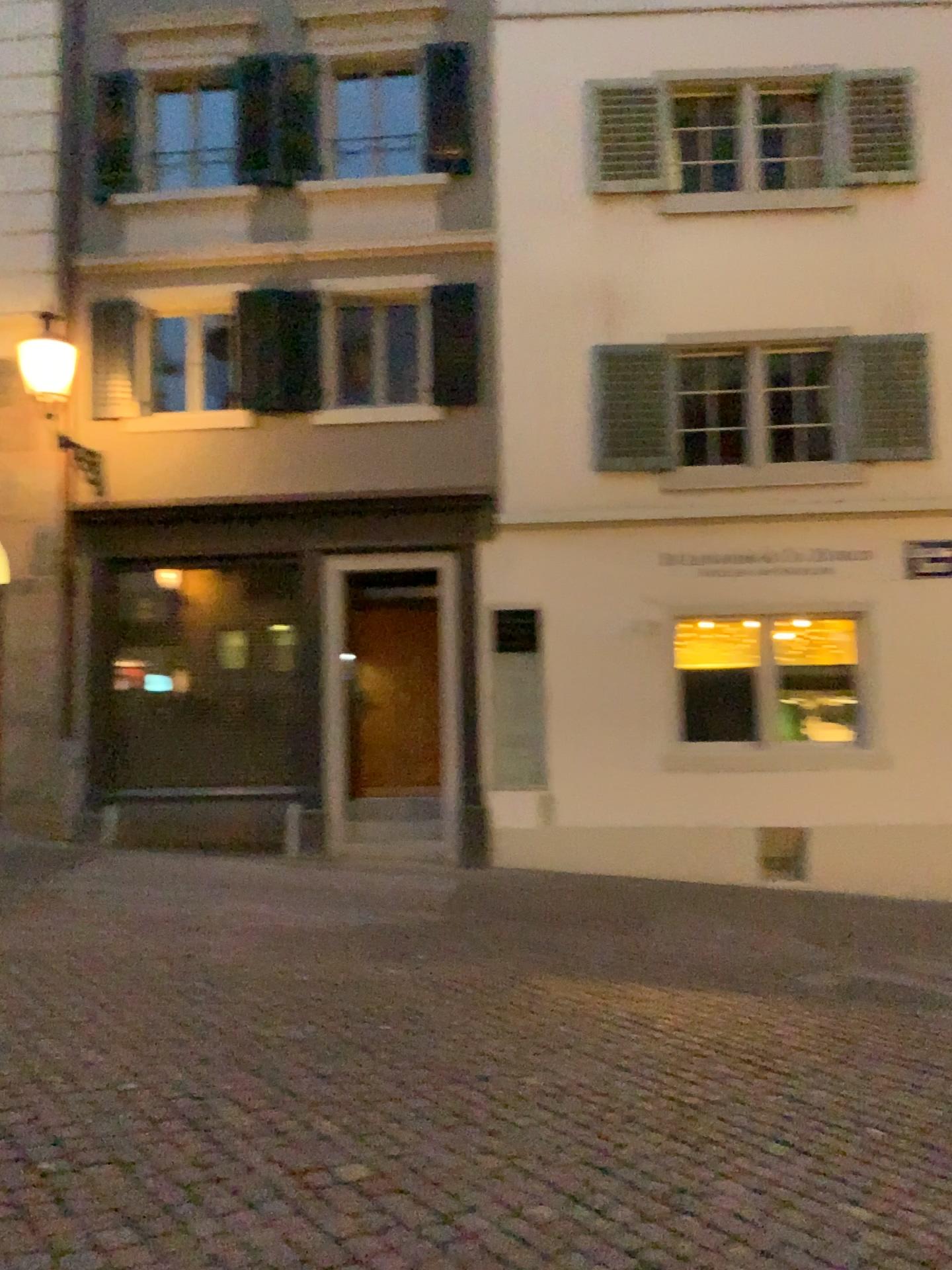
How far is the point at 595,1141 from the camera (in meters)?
3.54
